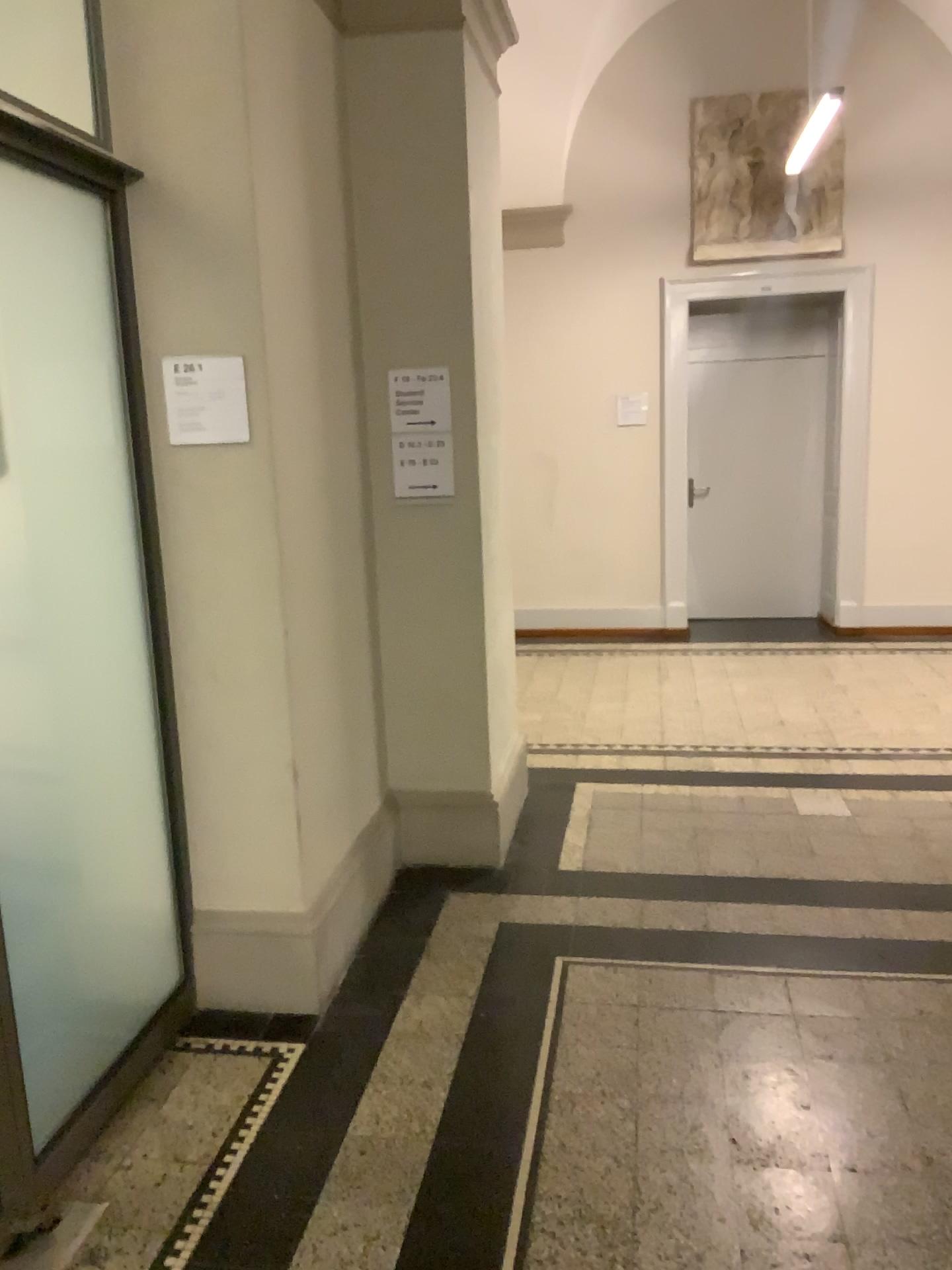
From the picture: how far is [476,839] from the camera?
3.76m

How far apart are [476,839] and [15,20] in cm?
274

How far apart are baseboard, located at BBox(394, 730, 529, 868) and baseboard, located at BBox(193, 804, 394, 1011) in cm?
80

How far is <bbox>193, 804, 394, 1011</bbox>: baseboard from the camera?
2.9m

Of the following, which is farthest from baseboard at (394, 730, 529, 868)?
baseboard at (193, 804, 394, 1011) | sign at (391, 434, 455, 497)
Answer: sign at (391, 434, 455, 497)

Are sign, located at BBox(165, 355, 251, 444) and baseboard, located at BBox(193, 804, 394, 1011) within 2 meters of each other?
yes

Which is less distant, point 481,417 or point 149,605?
point 149,605

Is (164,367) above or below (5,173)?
below

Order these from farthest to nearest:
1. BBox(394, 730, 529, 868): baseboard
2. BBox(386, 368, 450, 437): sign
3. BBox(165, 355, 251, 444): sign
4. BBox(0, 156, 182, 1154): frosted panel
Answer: BBox(394, 730, 529, 868): baseboard, BBox(386, 368, 450, 437): sign, BBox(165, 355, 251, 444): sign, BBox(0, 156, 182, 1154): frosted panel

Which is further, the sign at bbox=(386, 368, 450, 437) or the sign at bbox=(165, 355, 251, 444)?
the sign at bbox=(386, 368, 450, 437)
